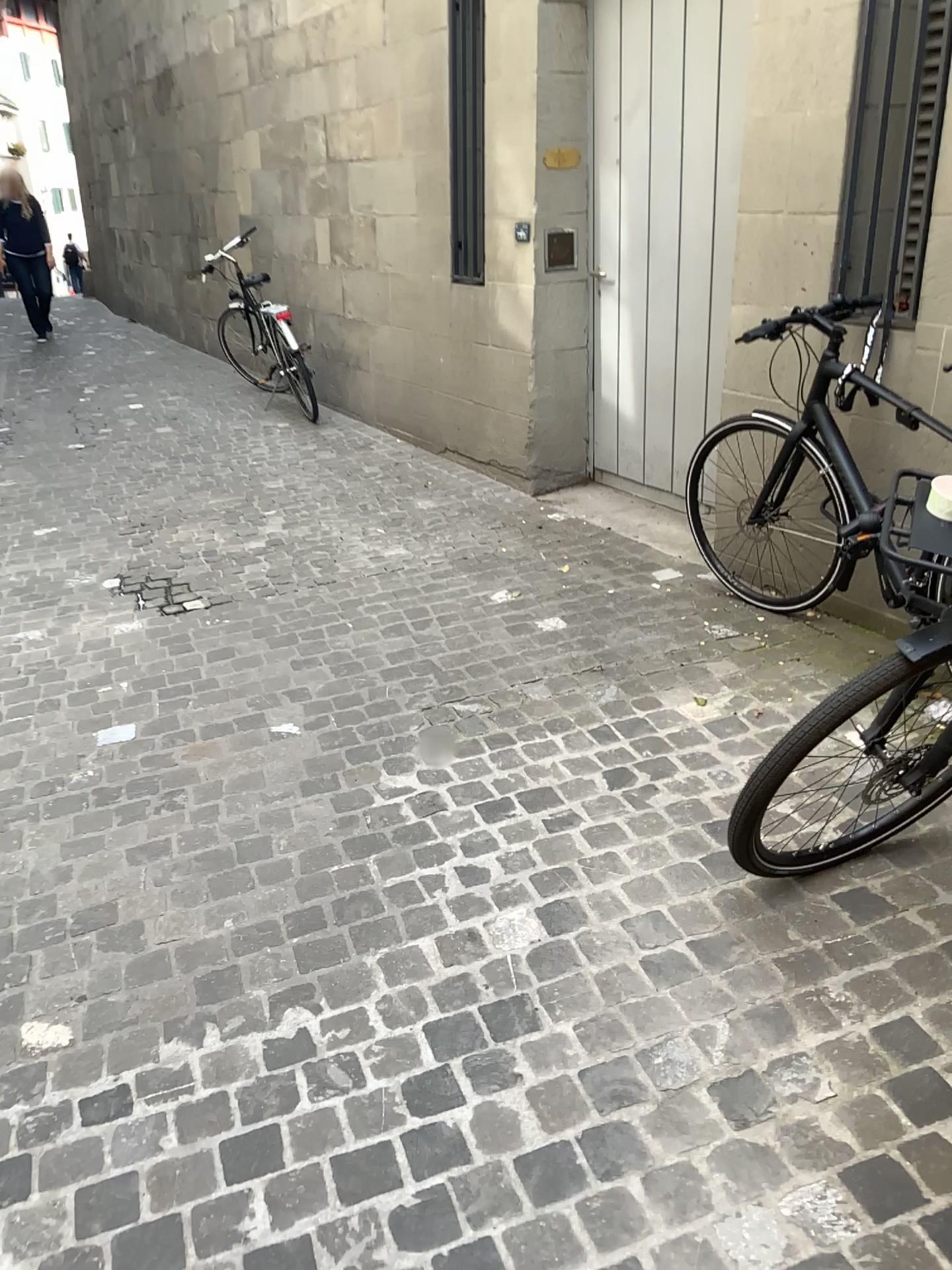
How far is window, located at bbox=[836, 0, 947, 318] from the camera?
3.1m

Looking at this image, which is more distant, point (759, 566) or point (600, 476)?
point (600, 476)

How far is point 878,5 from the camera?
3.06m
